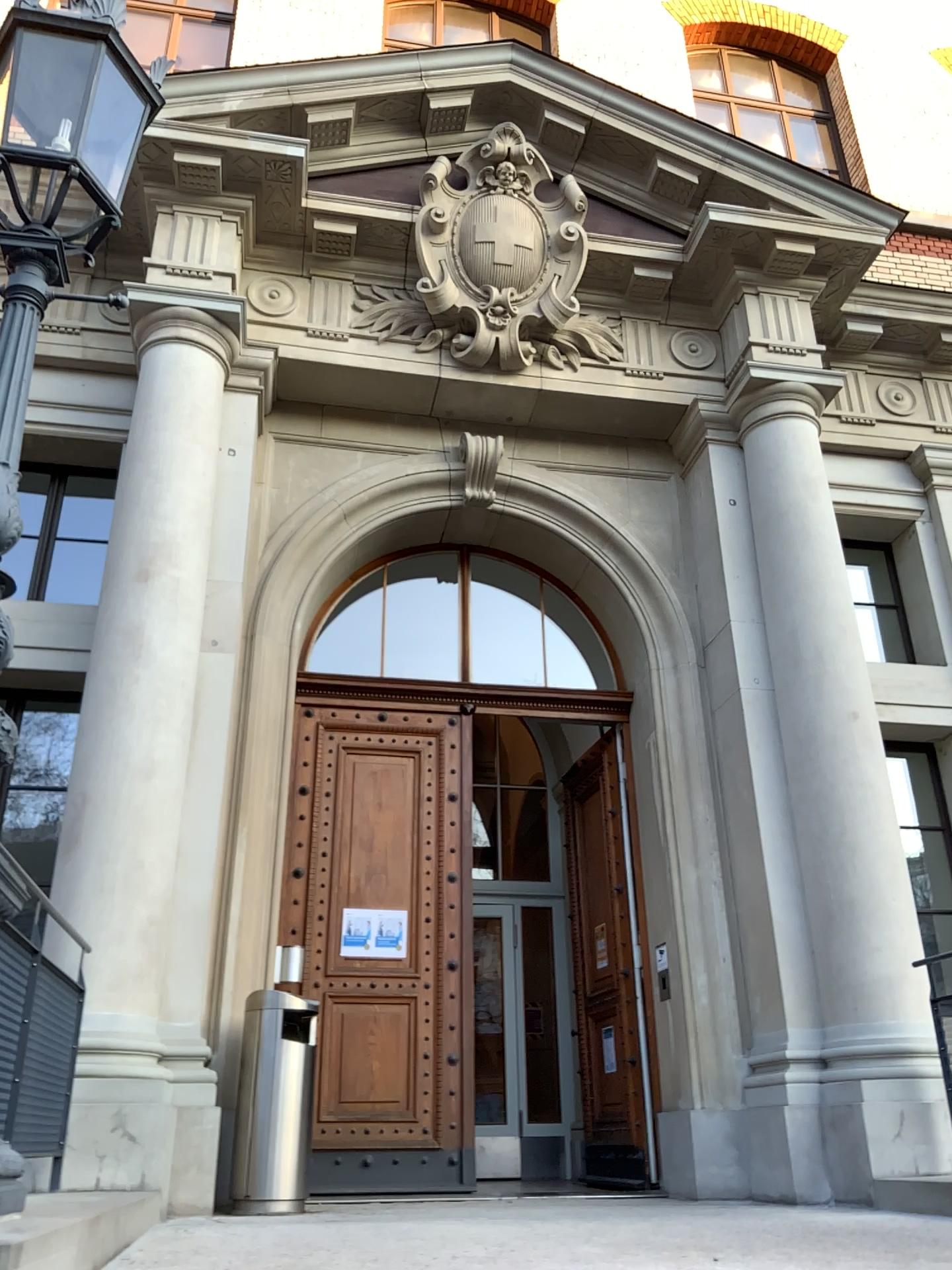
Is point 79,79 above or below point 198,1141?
above
